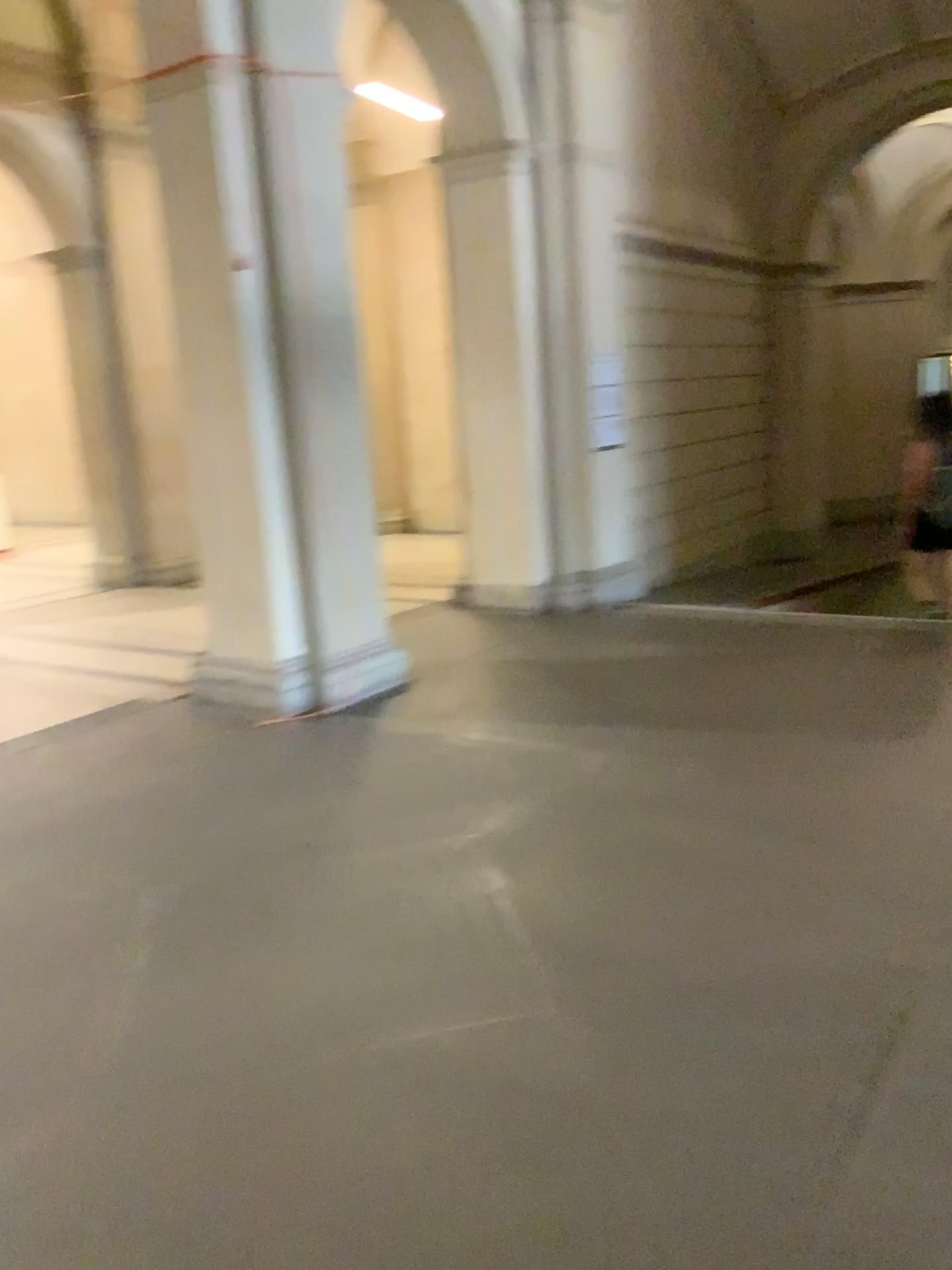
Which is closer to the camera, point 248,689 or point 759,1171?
point 759,1171
